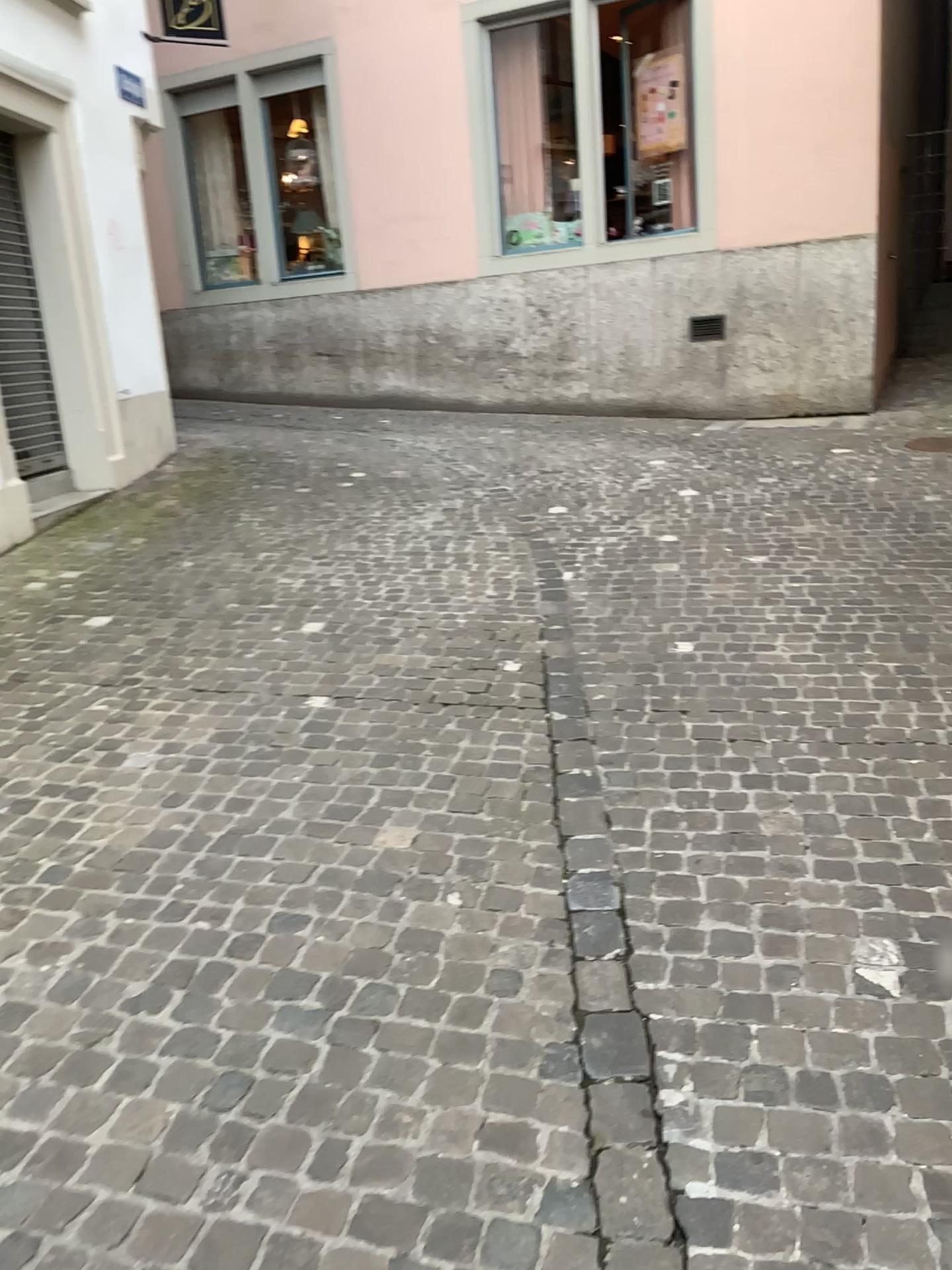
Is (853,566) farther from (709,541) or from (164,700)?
(164,700)
